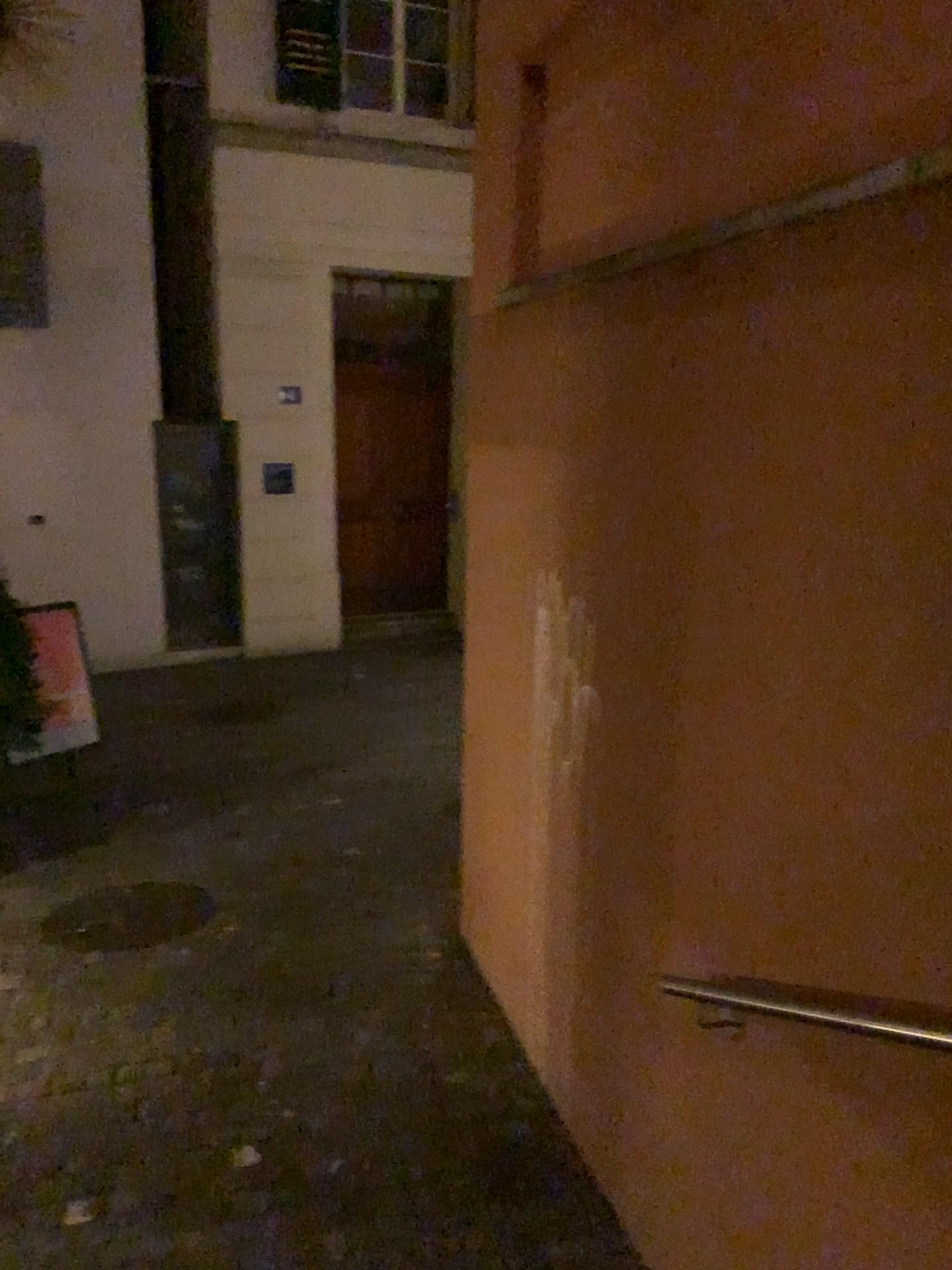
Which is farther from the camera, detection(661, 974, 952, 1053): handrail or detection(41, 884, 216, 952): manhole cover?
detection(41, 884, 216, 952): manhole cover

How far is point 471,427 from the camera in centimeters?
377cm

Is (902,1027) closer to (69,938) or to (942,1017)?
(942,1017)

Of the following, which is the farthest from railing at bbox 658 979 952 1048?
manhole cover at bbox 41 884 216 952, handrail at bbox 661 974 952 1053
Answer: manhole cover at bbox 41 884 216 952

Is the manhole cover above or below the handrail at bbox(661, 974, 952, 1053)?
below

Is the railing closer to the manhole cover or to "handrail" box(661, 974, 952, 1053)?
"handrail" box(661, 974, 952, 1053)

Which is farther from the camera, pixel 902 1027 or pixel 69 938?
pixel 69 938

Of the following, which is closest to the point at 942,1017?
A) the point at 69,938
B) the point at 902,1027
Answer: the point at 902,1027
